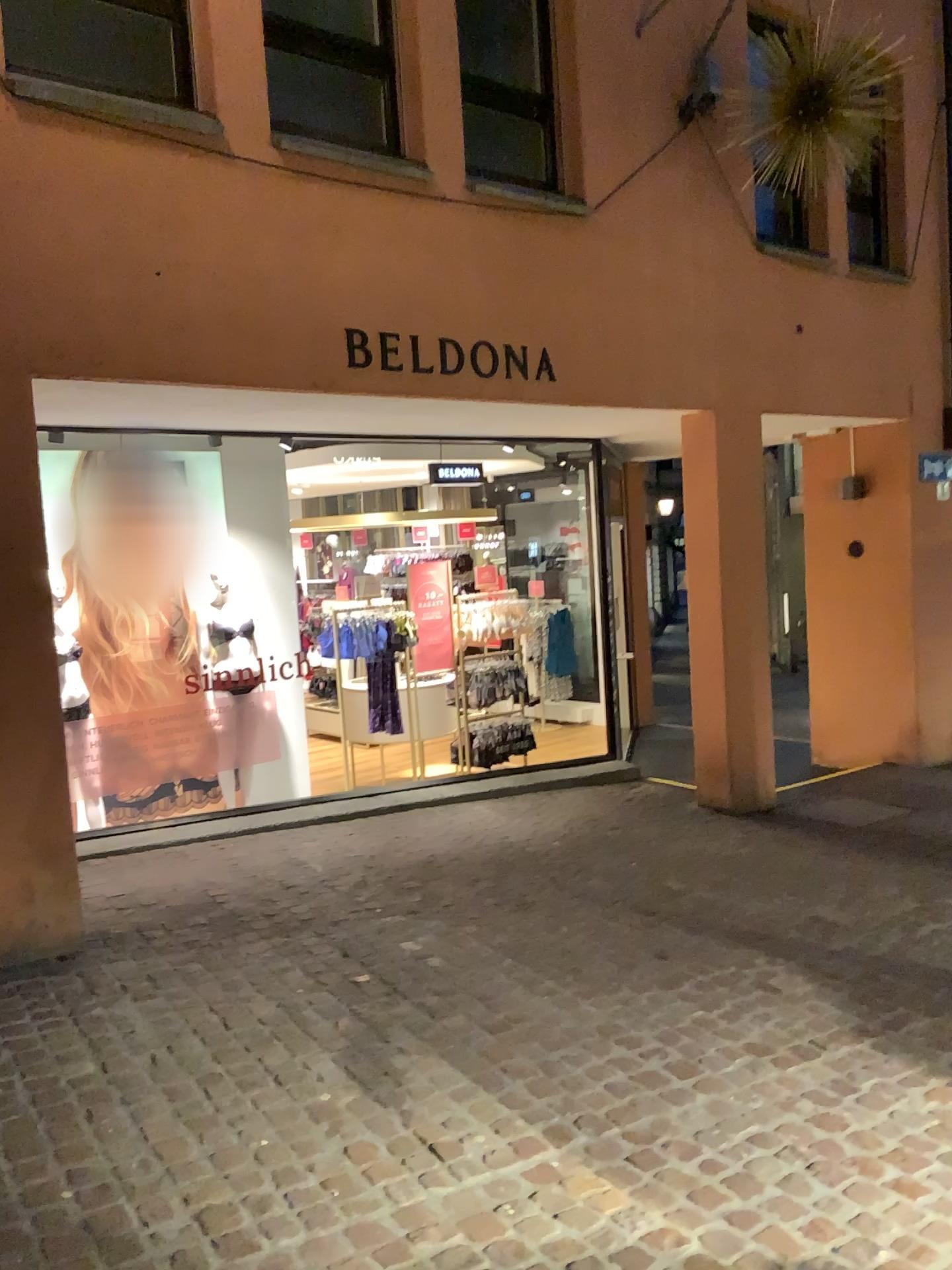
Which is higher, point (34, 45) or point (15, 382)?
point (34, 45)

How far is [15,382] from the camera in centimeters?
386cm

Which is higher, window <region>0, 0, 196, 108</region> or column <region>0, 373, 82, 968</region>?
window <region>0, 0, 196, 108</region>

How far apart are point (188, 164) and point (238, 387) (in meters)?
0.91

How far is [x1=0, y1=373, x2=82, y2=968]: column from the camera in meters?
3.9
